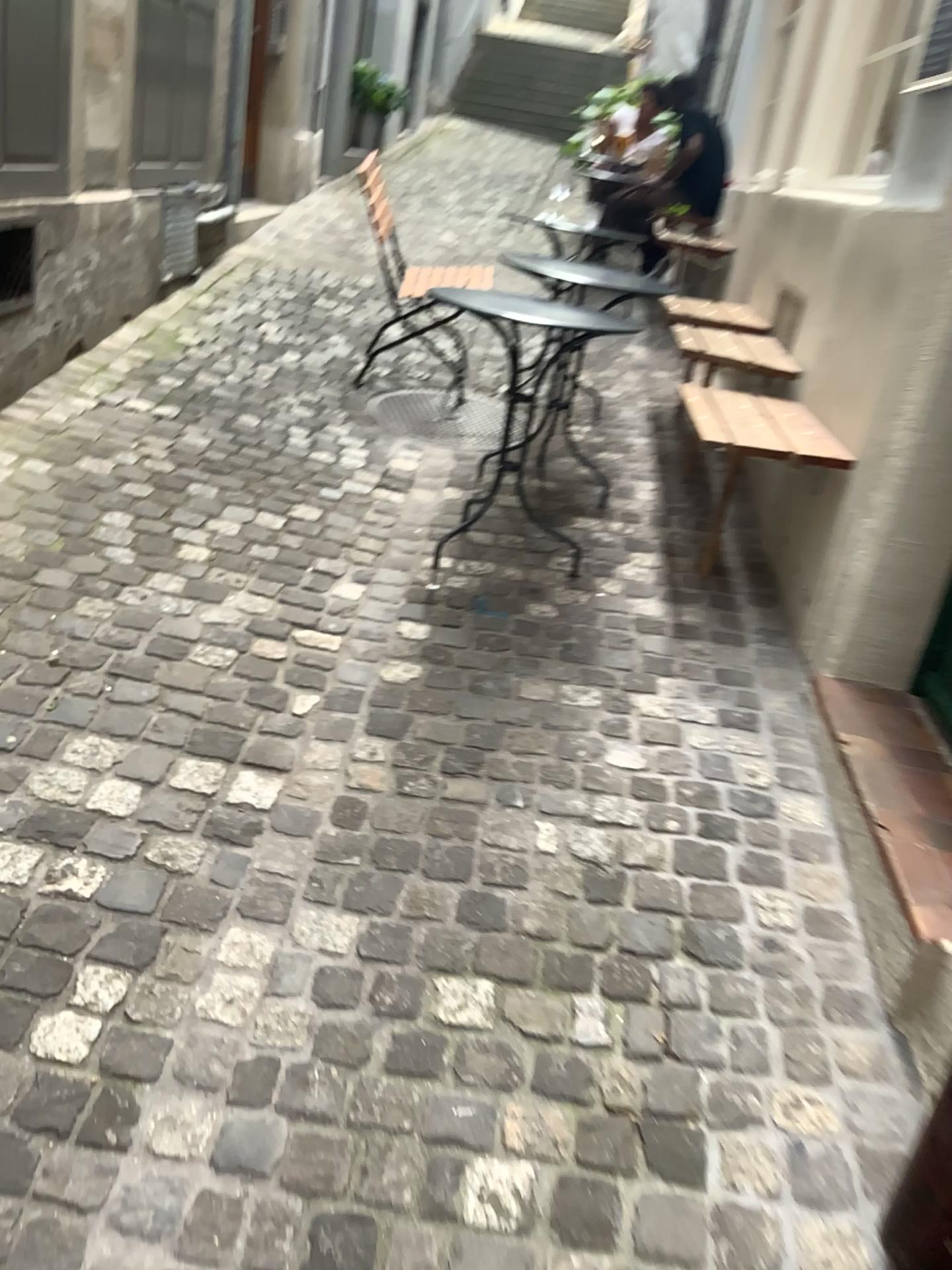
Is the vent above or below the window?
below

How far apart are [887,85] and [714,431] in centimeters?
222cm

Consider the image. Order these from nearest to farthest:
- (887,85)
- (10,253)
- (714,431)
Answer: (714,431)
(10,253)
(887,85)

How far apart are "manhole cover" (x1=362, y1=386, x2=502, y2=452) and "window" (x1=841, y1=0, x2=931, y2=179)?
1.69m

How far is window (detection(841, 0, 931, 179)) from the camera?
4.04m

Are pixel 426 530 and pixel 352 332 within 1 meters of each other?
no

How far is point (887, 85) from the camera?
4.04m

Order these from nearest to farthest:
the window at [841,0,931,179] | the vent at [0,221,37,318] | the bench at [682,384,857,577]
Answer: the bench at [682,384,857,577] < the vent at [0,221,37,318] < the window at [841,0,931,179]

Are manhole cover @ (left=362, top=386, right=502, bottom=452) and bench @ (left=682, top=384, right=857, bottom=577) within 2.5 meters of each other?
yes

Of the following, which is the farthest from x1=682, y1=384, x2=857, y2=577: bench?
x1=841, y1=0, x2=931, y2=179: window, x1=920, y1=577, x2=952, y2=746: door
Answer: x1=841, y1=0, x2=931, y2=179: window
